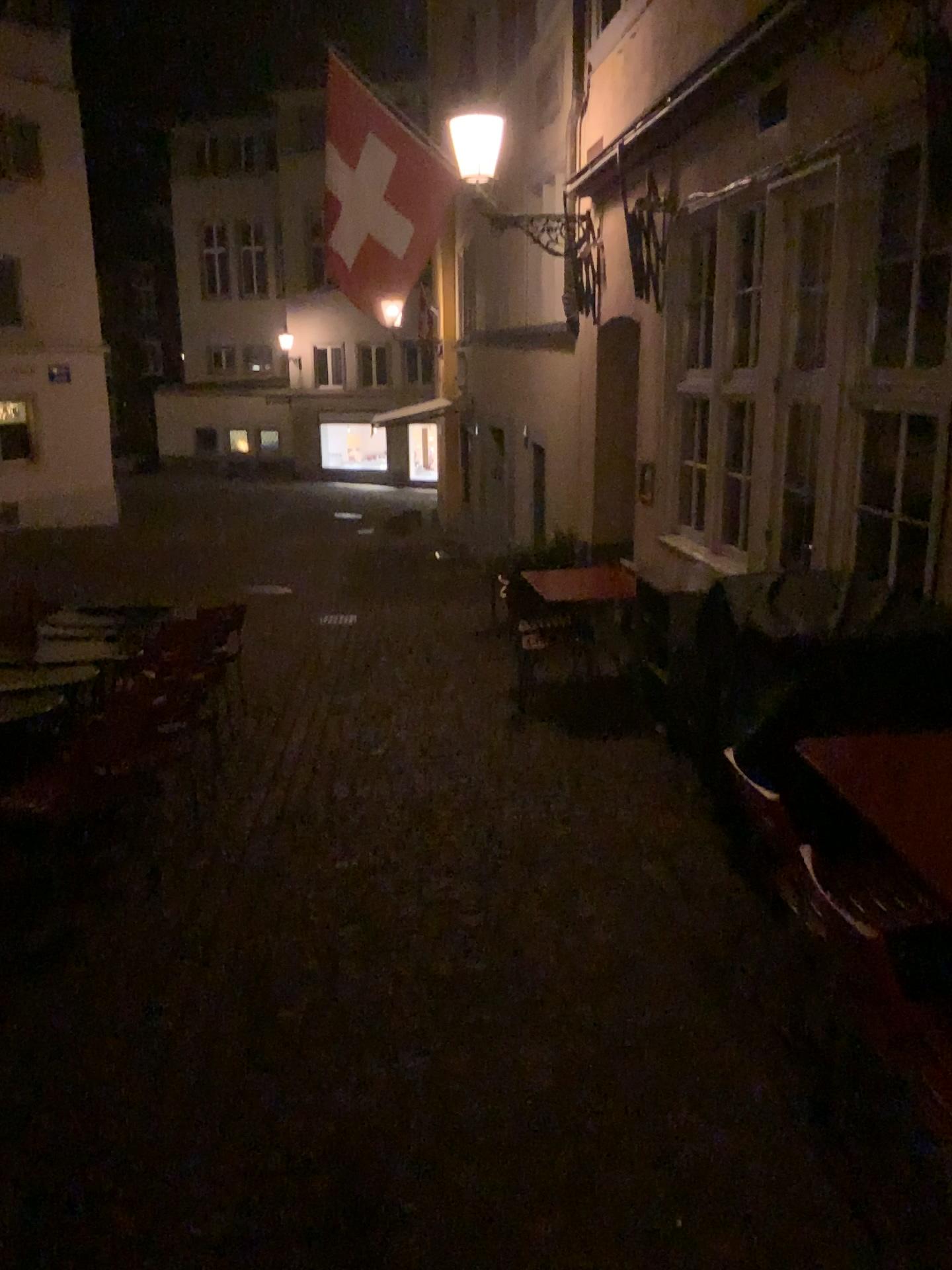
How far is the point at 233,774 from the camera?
5.11m
